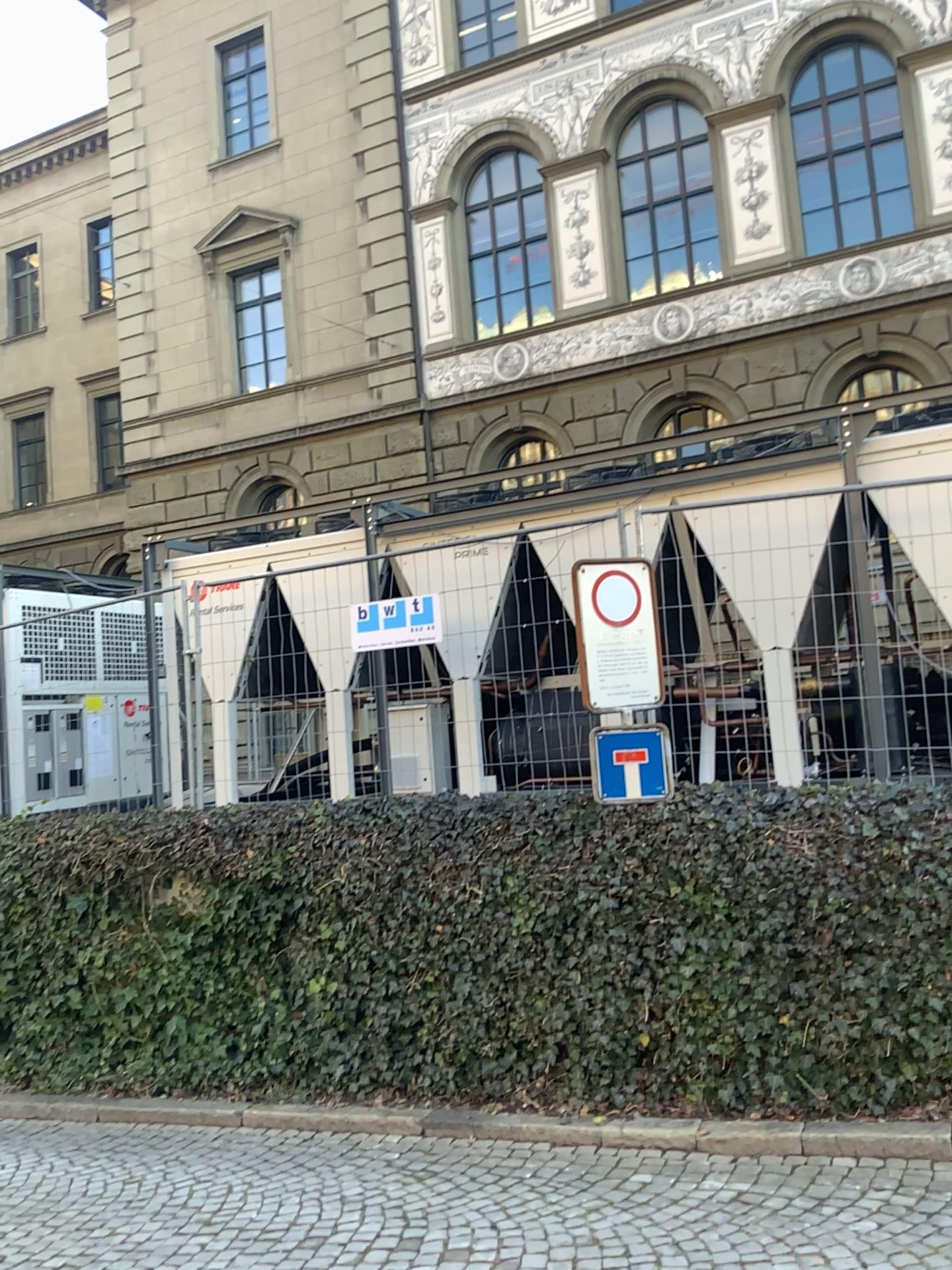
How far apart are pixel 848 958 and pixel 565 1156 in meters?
1.5 m
